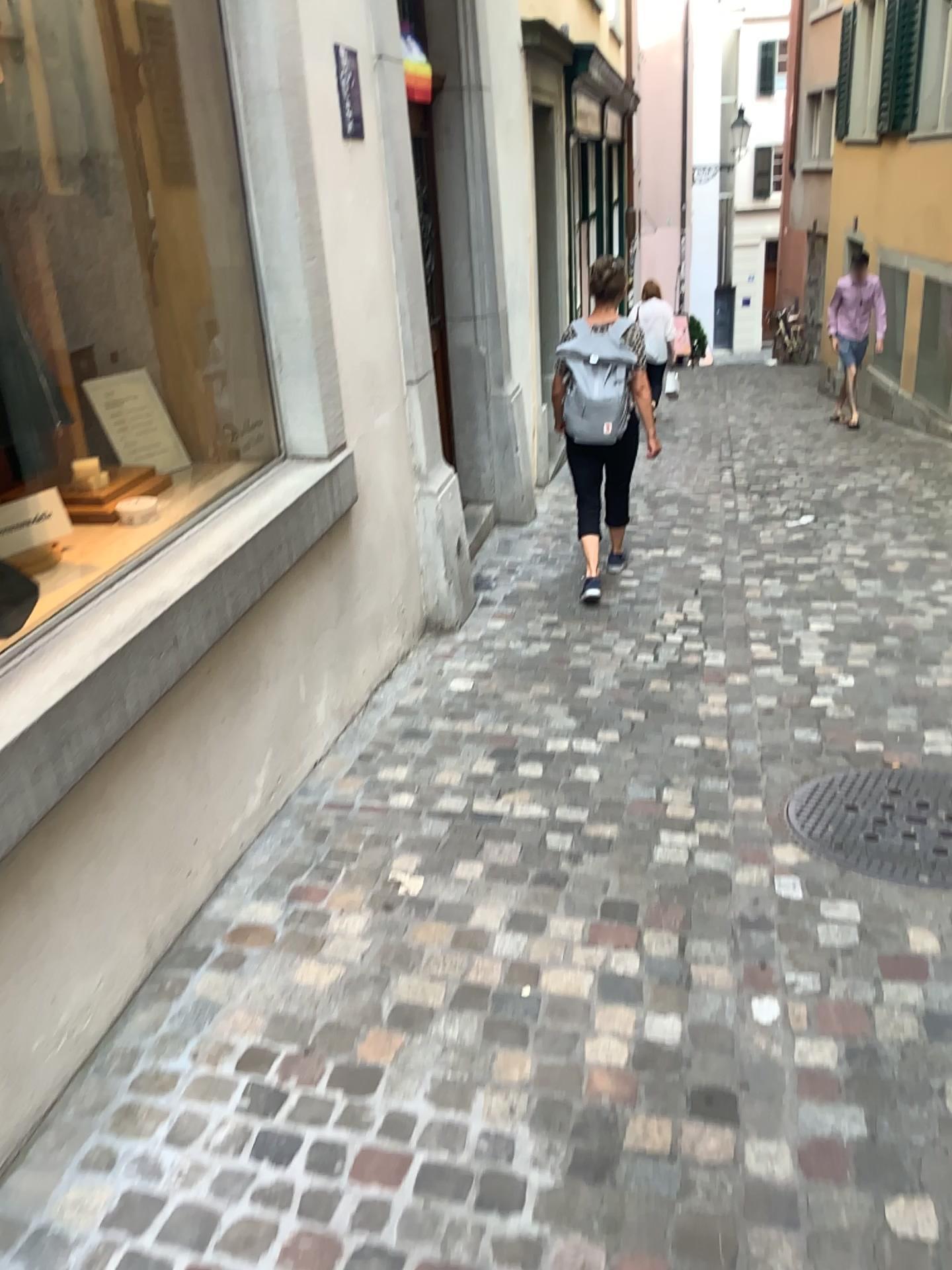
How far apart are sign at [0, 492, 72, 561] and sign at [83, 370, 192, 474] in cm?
60

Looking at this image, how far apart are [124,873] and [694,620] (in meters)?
2.85

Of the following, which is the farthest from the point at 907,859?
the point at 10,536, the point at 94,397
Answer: the point at 94,397

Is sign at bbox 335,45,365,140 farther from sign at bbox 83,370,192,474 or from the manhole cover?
the manhole cover

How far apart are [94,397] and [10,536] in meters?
0.9 m

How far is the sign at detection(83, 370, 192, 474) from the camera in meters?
3.3

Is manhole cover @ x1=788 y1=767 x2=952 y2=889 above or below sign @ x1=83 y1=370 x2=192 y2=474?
below

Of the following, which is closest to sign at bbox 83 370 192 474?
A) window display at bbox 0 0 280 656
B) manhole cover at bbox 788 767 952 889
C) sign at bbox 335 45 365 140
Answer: window display at bbox 0 0 280 656

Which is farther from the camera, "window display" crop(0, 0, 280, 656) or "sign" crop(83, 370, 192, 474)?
"sign" crop(83, 370, 192, 474)

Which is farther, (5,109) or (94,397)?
(94,397)
